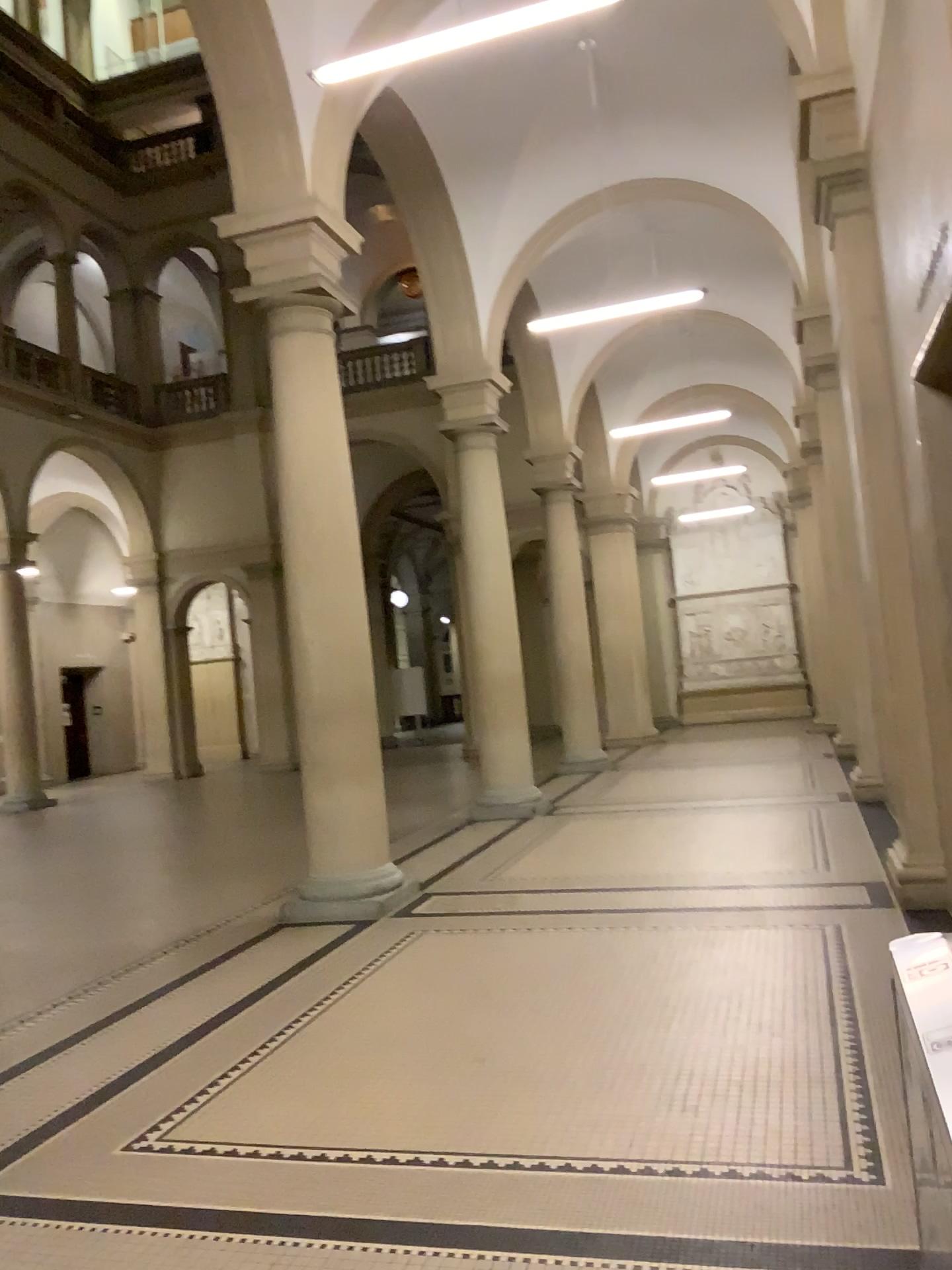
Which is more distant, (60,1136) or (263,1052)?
(263,1052)
